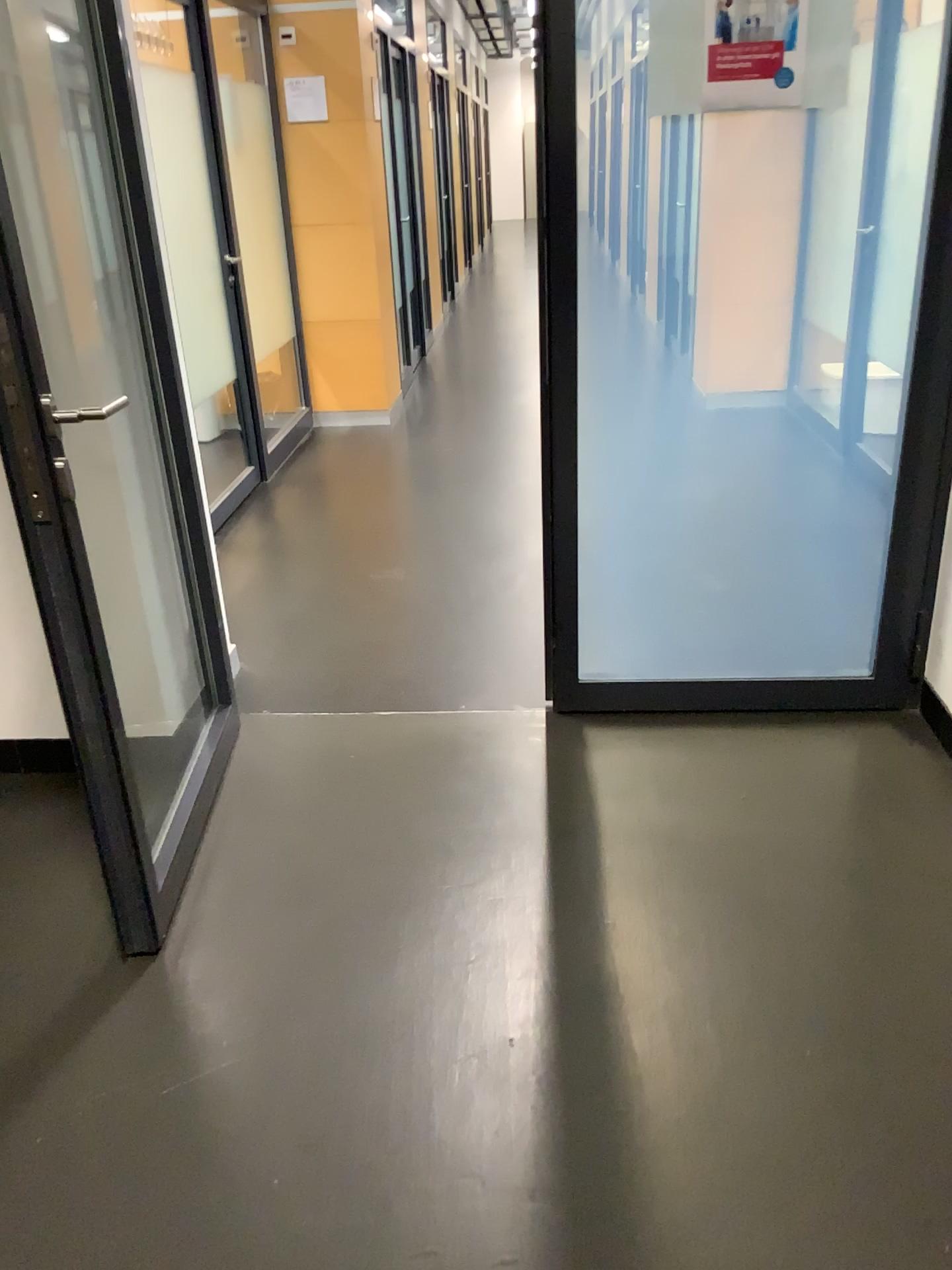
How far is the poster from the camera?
2.14m

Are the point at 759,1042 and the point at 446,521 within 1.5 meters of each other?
no

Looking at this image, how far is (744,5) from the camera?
2.1 meters

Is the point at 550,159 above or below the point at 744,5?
below
